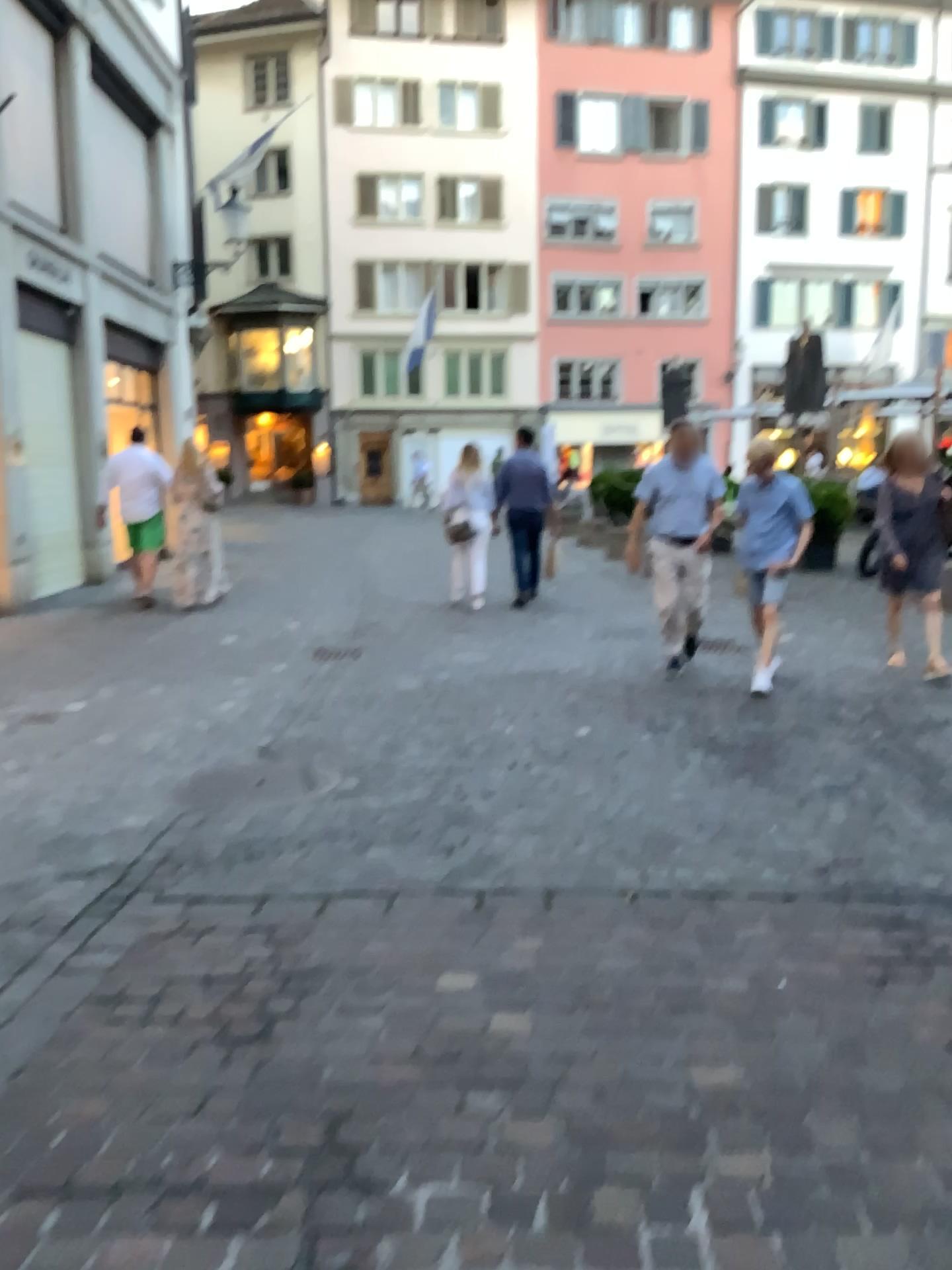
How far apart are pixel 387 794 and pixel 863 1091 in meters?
2.4
